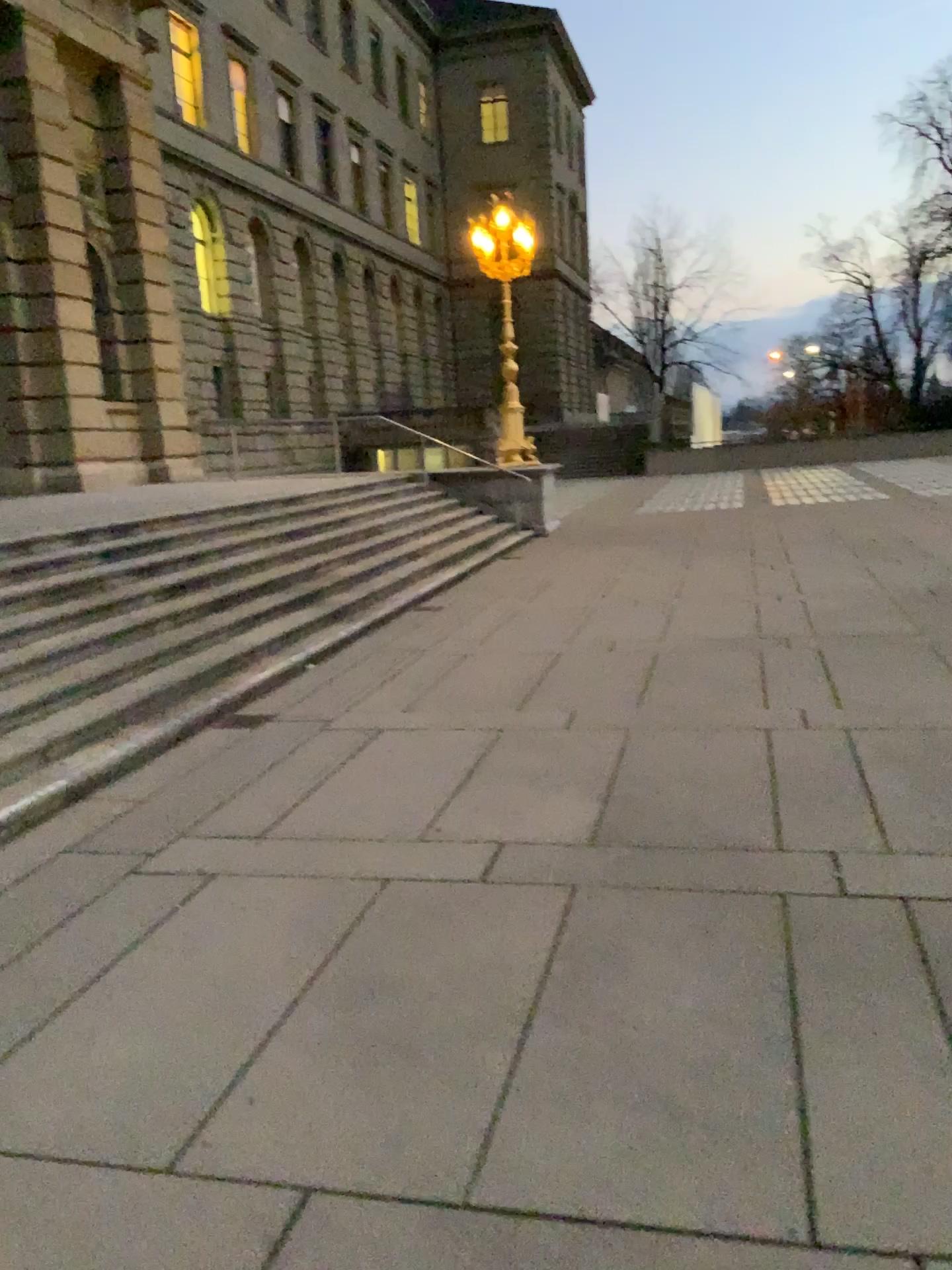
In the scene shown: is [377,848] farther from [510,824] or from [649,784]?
[649,784]
